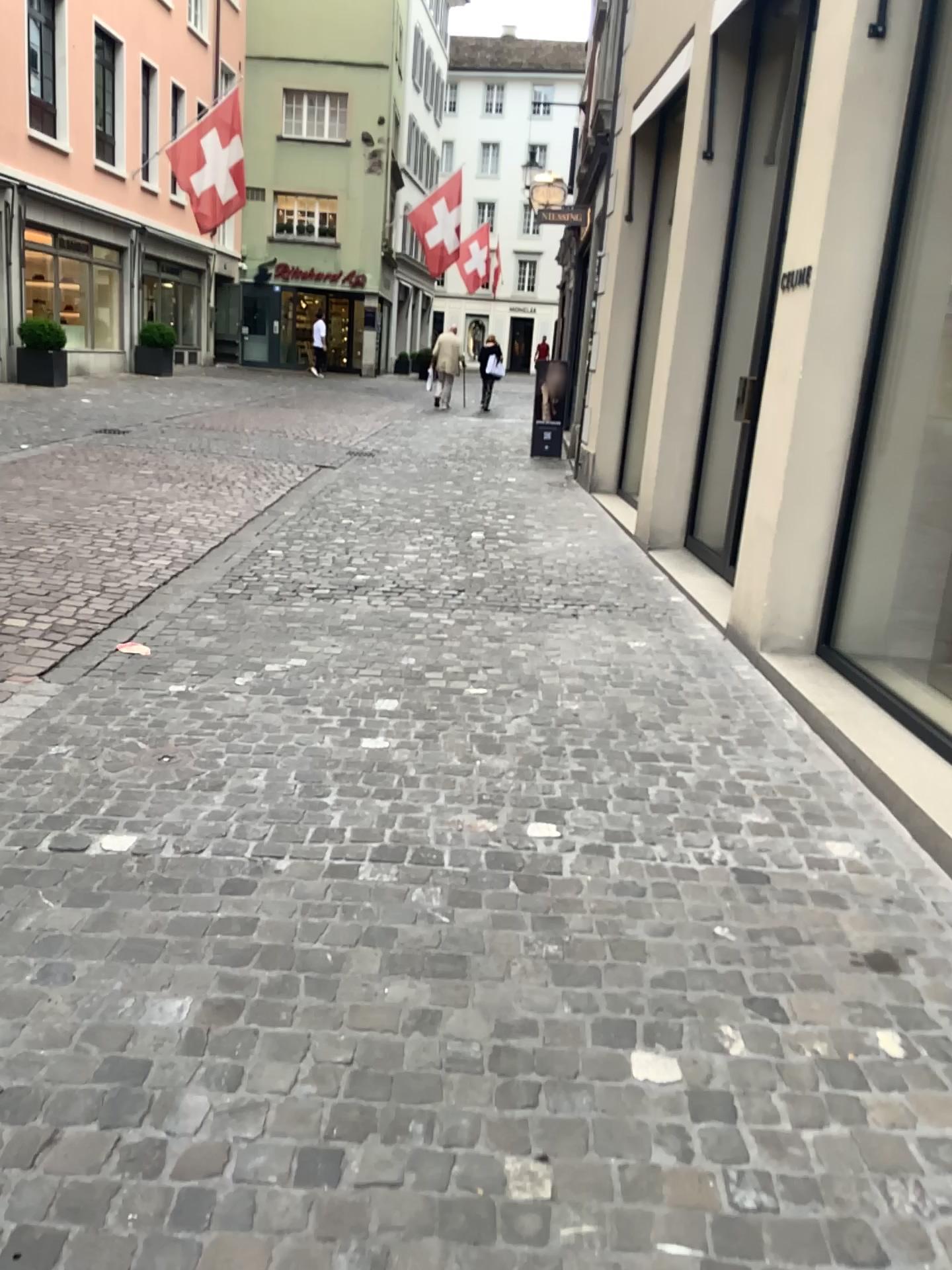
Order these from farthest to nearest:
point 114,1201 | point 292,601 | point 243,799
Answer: point 292,601
point 243,799
point 114,1201
